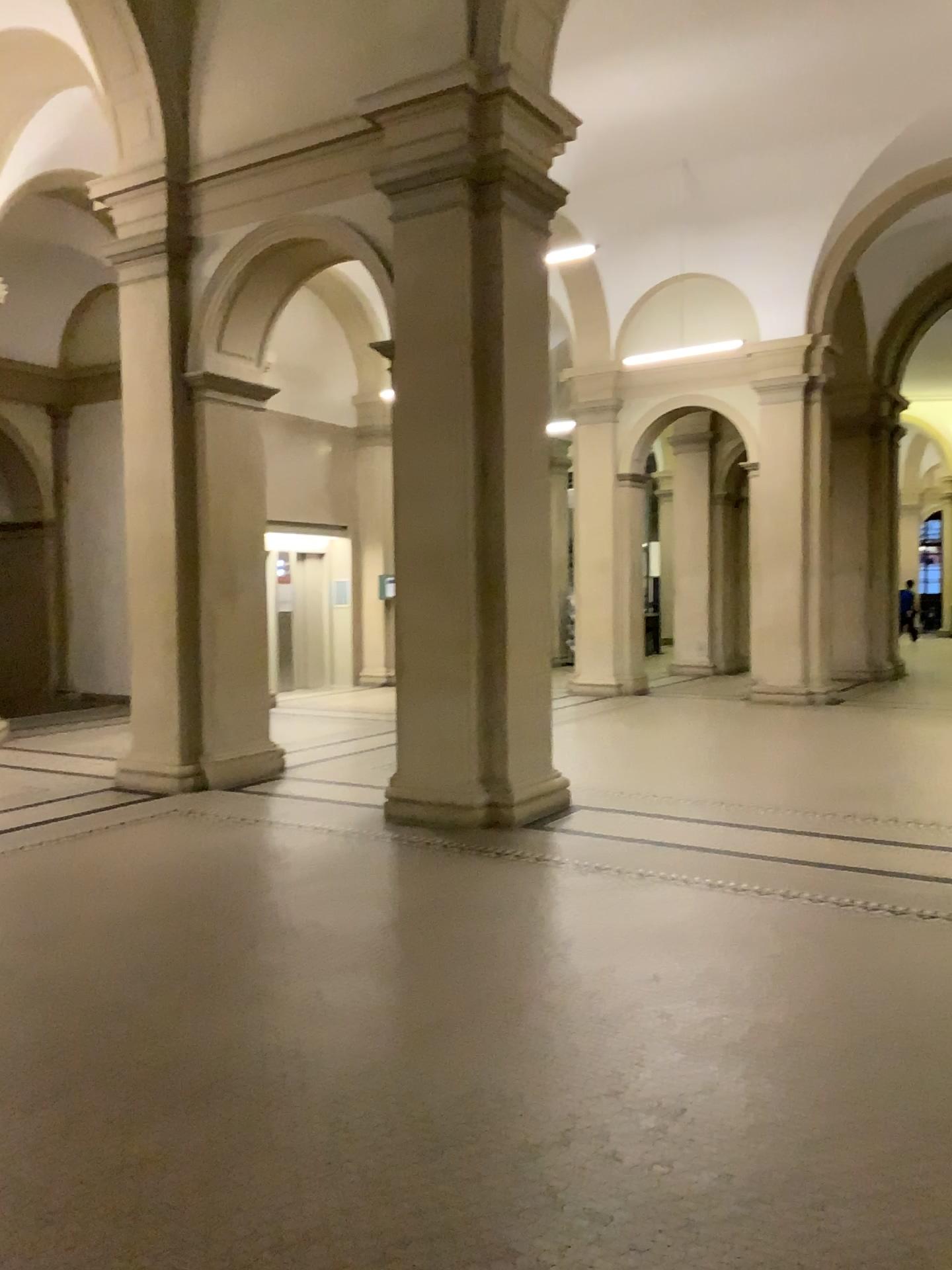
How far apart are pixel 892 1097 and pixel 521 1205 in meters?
1.2
